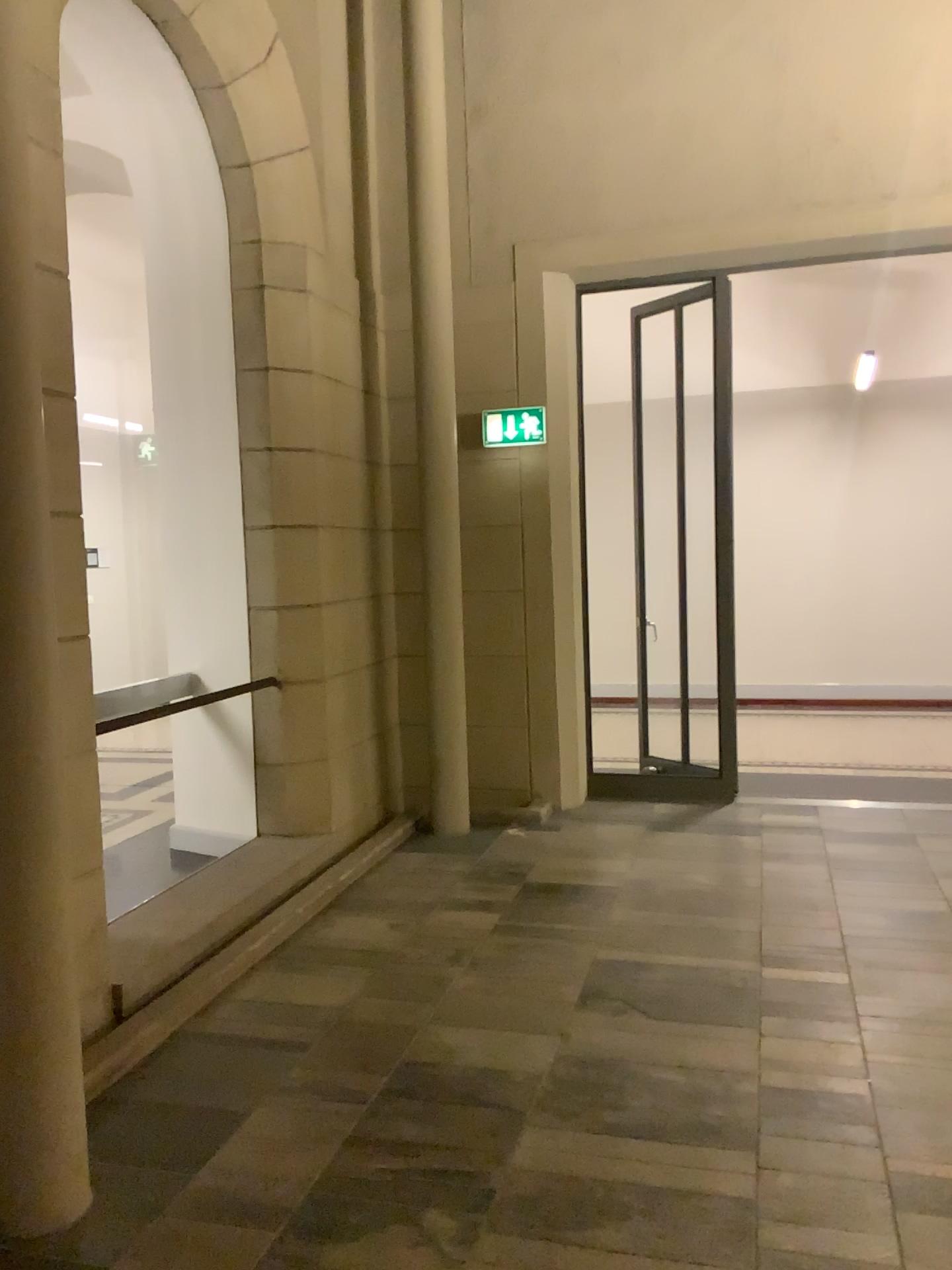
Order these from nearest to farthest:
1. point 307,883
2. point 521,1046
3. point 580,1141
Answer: point 580,1141 → point 521,1046 → point 307,883

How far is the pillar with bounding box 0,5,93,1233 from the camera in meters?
2.4

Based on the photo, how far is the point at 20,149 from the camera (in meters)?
2.35
